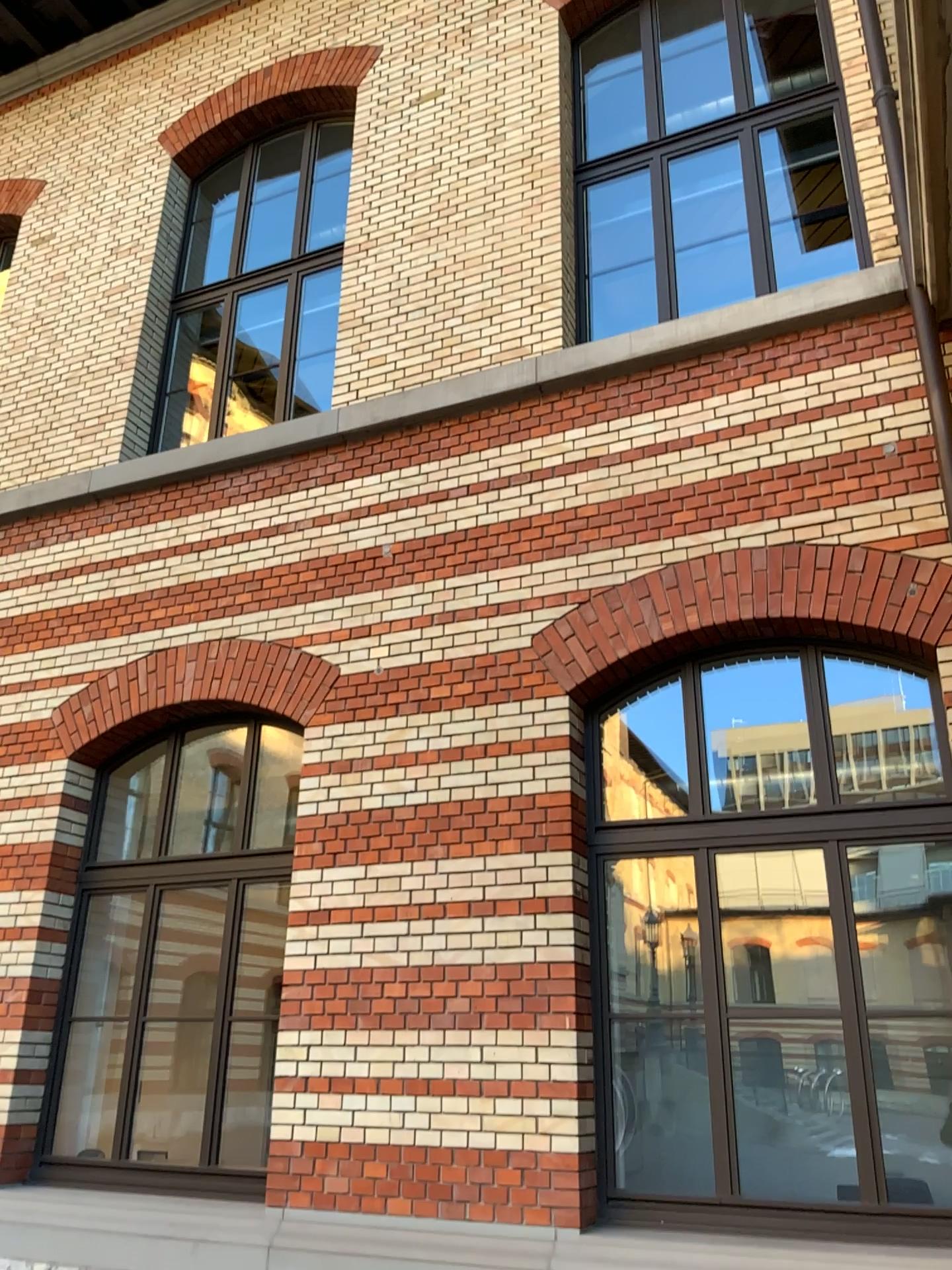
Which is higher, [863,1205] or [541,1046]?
[541,1046]
